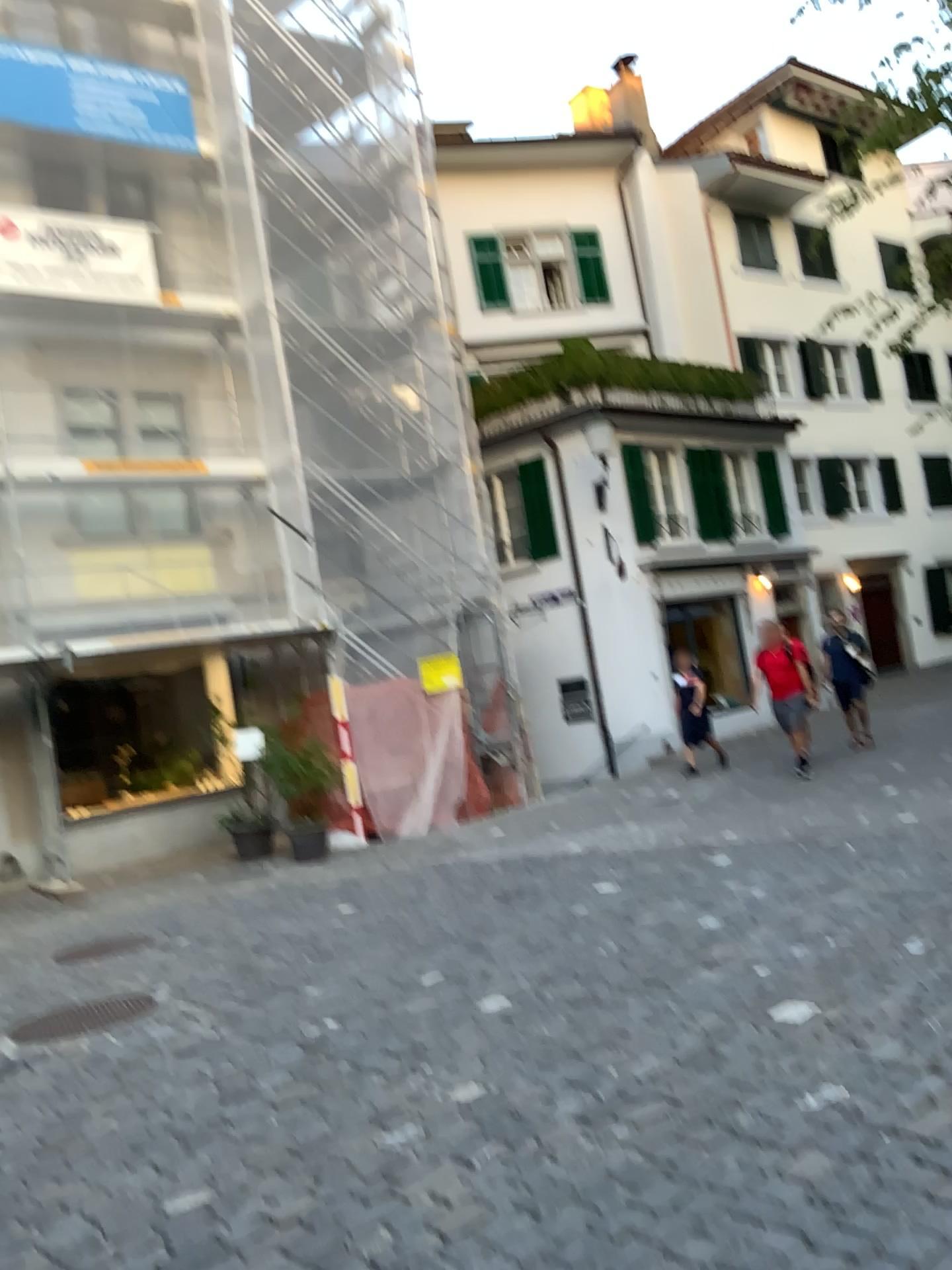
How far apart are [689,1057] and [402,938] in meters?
2.7
